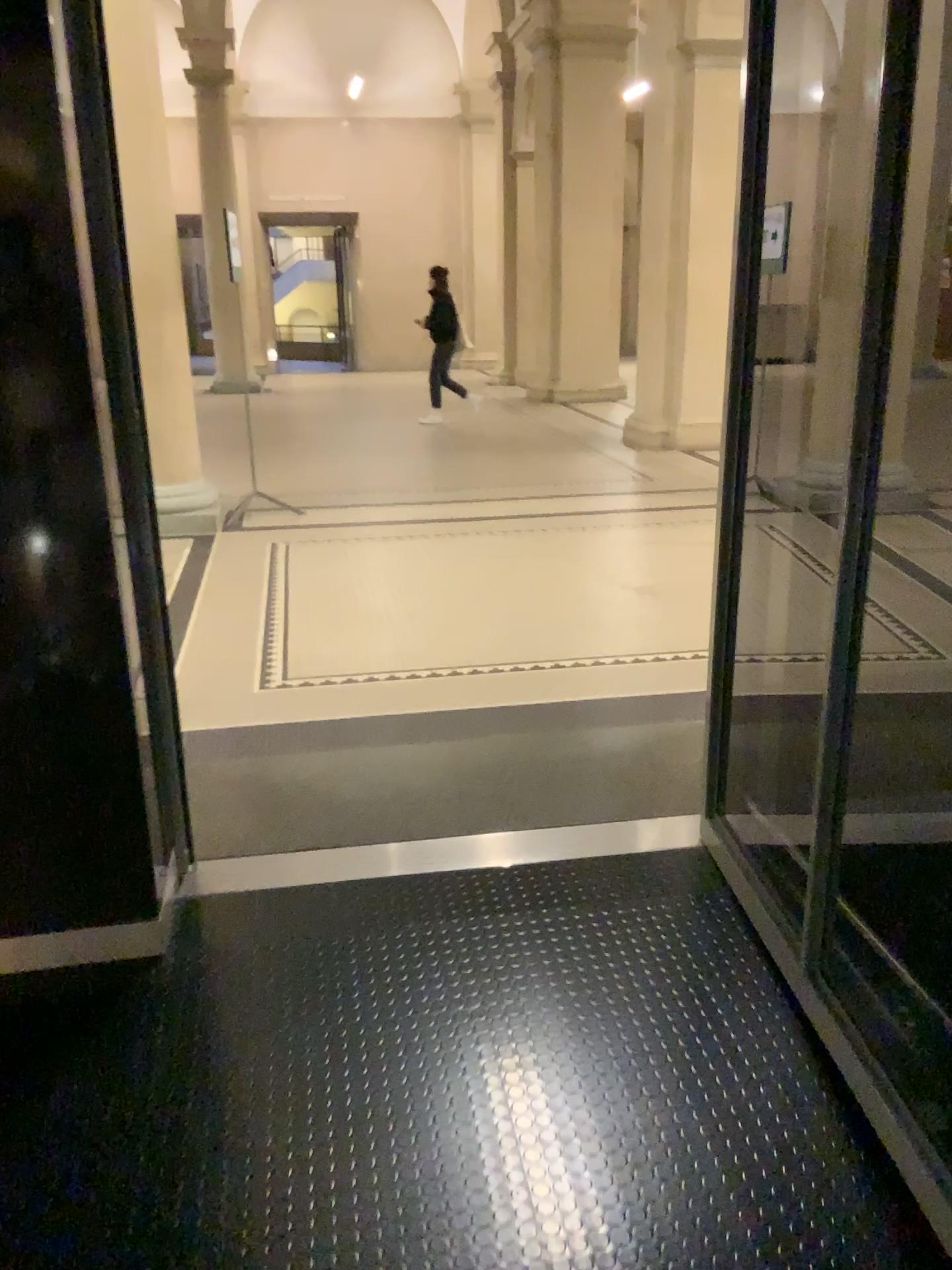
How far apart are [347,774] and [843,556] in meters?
1.8 m
